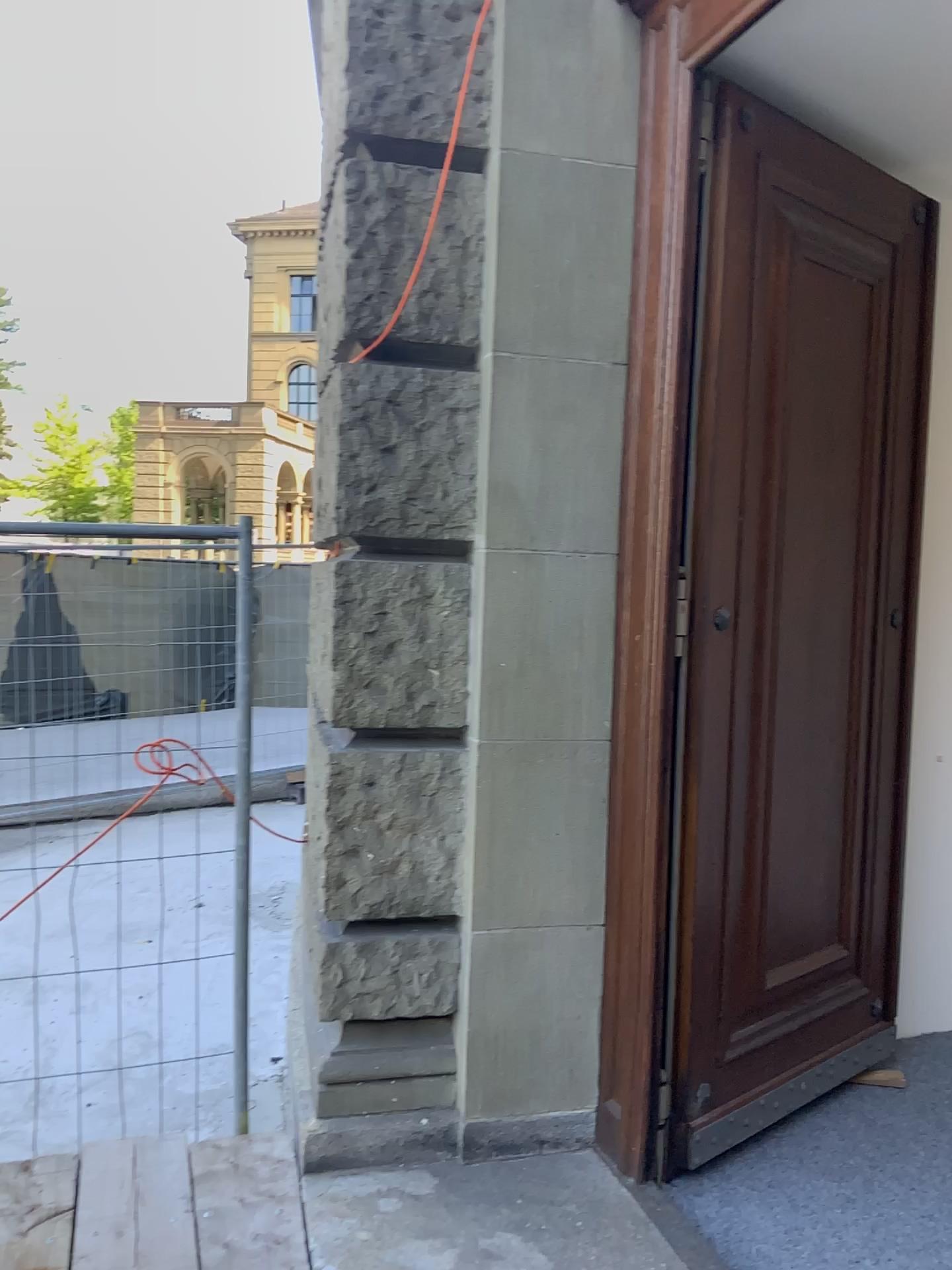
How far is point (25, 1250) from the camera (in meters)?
2.43

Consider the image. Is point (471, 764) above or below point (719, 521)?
below

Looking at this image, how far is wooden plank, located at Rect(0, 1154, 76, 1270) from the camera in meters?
2.4 m

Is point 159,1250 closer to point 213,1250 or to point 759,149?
point 213,1250

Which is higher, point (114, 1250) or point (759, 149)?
point (759, 149)

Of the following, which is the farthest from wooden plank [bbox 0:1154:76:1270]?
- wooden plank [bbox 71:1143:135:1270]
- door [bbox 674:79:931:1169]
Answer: door [bbox 674:79:931:1169]

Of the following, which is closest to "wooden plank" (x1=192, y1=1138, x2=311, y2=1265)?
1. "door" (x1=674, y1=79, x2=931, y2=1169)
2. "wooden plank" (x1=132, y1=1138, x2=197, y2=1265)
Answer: "wooden plank" (x1=132, y1=1138, x2=197, y2=1265)

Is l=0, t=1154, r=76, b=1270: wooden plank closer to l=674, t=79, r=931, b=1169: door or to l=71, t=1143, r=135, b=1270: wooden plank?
l=71, t=1143, r=135, b=1270: wooden plank

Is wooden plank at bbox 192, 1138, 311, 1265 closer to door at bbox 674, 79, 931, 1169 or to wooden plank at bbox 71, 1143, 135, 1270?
wooden plank at bbox 71, 1143, 135, 1270

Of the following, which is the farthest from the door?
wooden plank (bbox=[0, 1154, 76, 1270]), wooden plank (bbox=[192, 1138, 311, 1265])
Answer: wooden plank (bbox=[0, 1154, 76, 1270])
